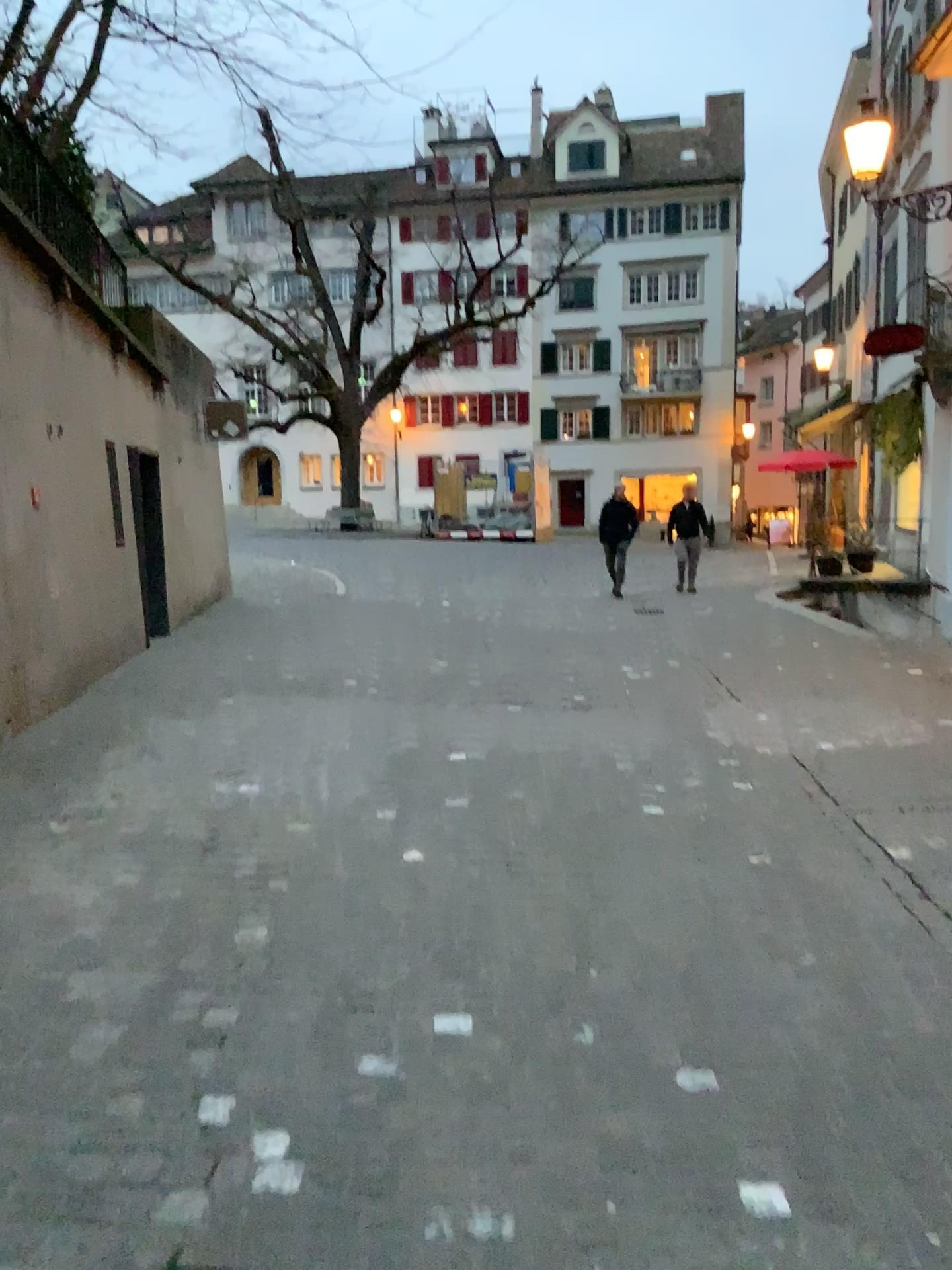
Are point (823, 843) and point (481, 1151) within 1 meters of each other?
no
